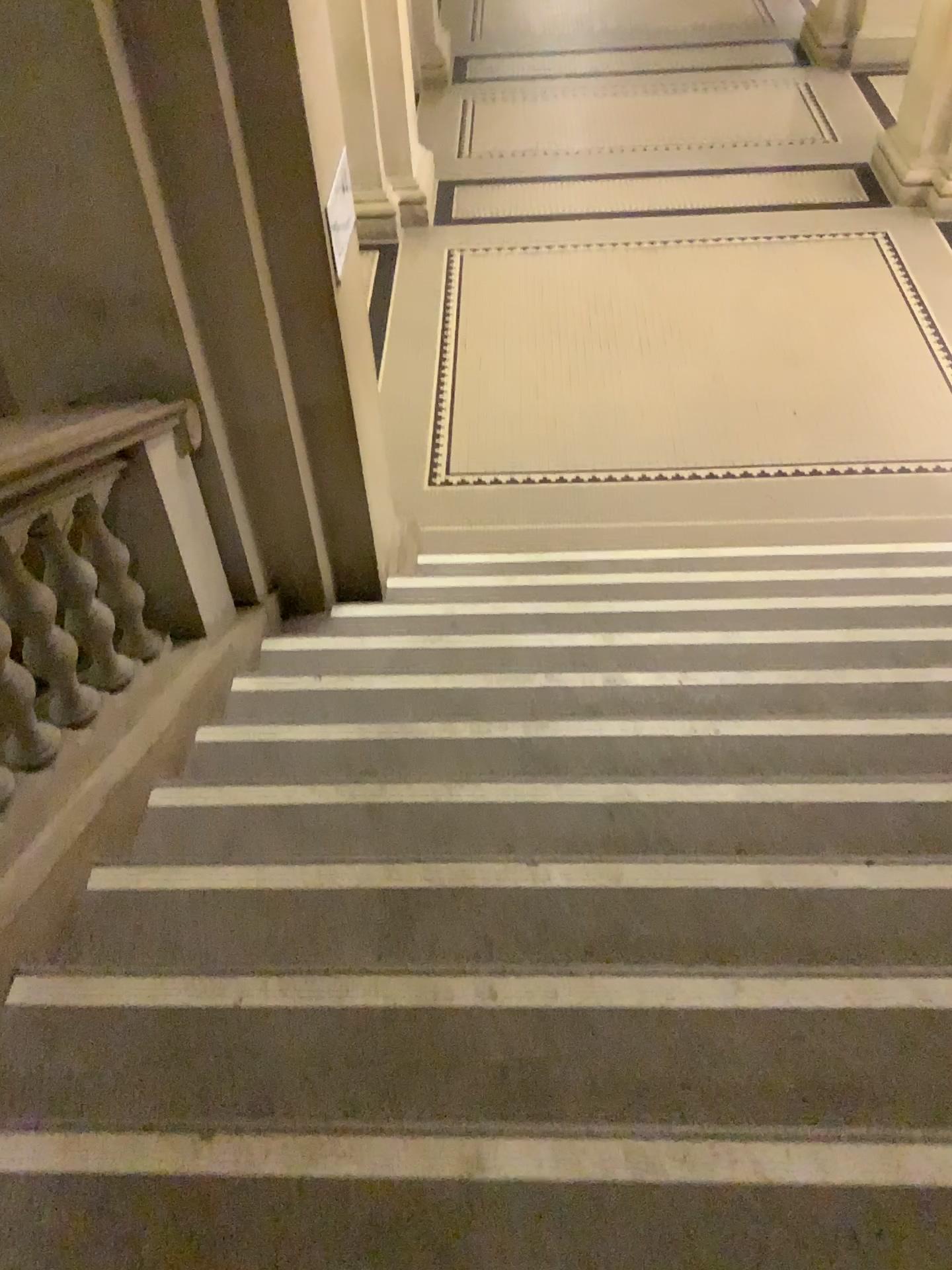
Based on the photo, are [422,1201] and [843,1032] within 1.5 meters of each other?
yes

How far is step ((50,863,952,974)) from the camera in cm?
192

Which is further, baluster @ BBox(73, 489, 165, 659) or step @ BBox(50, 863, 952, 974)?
baluster @ BBox(73, 489, 165, 659)

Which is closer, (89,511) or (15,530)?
(15,530)

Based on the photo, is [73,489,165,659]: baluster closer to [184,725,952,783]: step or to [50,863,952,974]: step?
[184,725,952,783]: step

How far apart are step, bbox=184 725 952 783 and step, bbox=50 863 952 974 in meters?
0.4

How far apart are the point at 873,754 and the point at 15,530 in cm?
203

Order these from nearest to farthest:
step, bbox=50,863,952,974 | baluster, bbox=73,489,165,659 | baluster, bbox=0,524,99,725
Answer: step, bbox=50,863,952,974, baluster, bbox=0,524,99,725, baluster, bbox=73,489,165,659

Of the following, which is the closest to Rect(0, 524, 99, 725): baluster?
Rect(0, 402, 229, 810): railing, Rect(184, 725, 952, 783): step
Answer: Rect(0, 402, 229, 810): railing

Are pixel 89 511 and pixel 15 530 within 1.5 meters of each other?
yes
